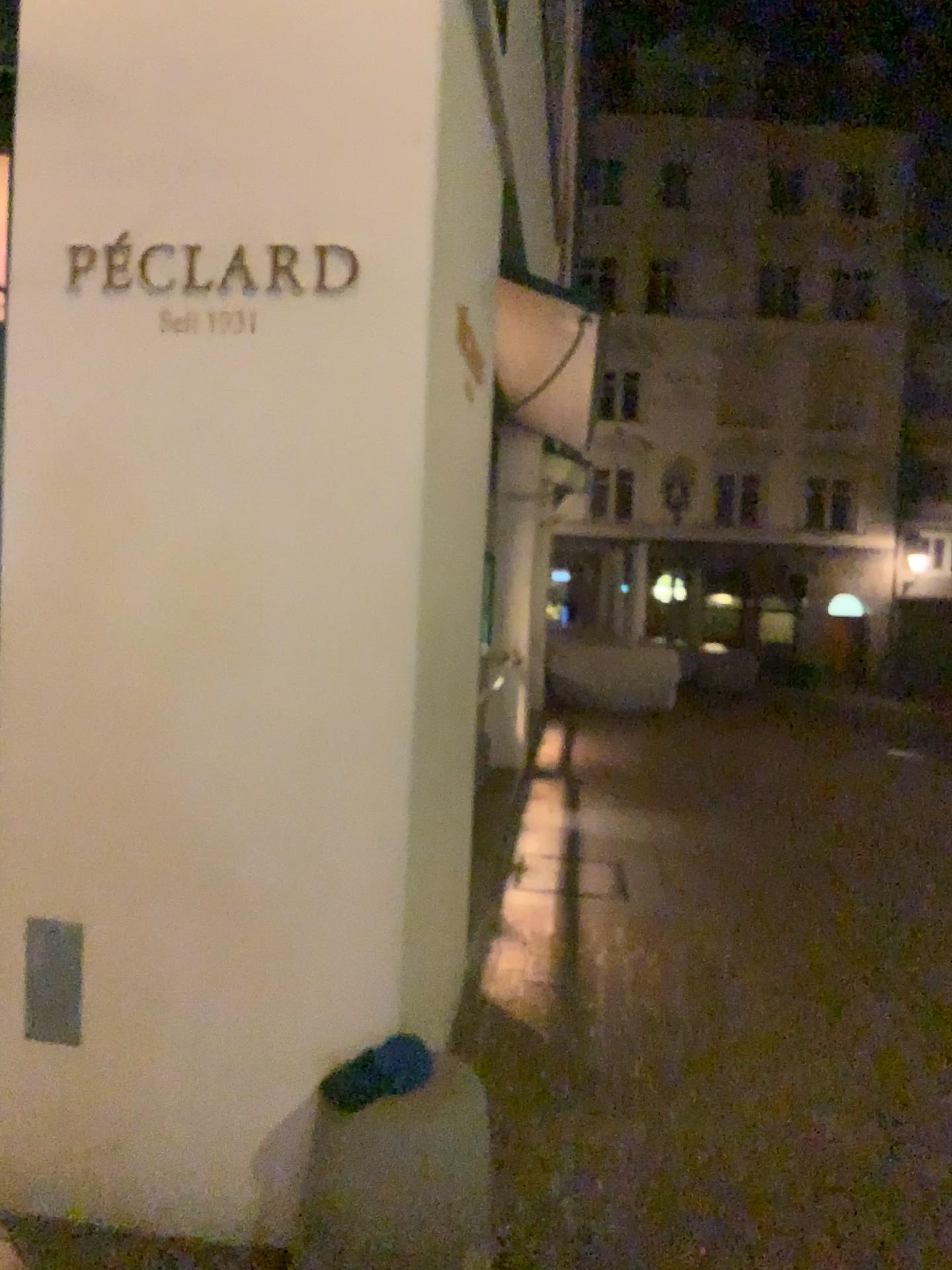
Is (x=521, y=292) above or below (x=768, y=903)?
above
